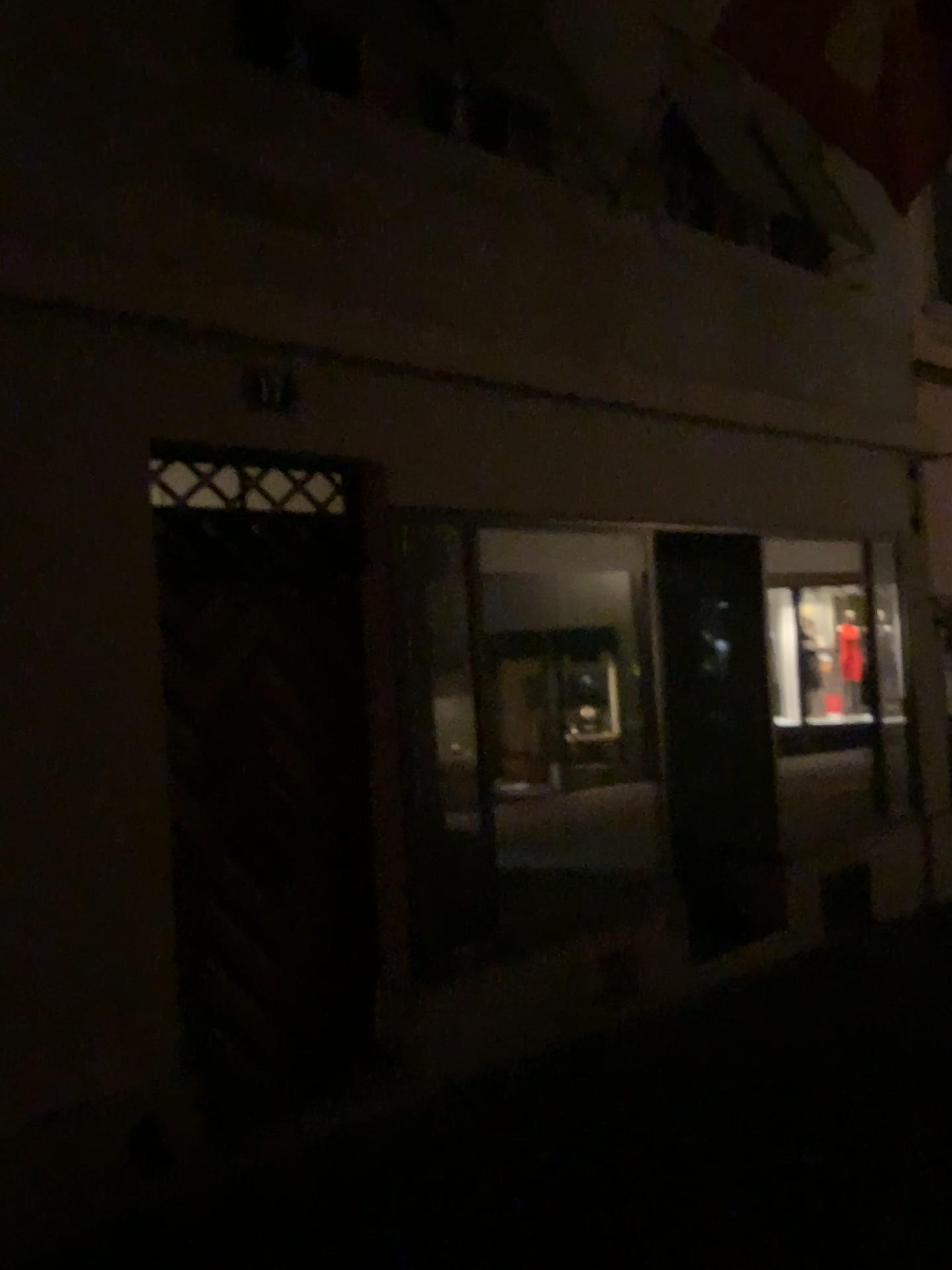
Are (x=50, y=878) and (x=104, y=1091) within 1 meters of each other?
yes
